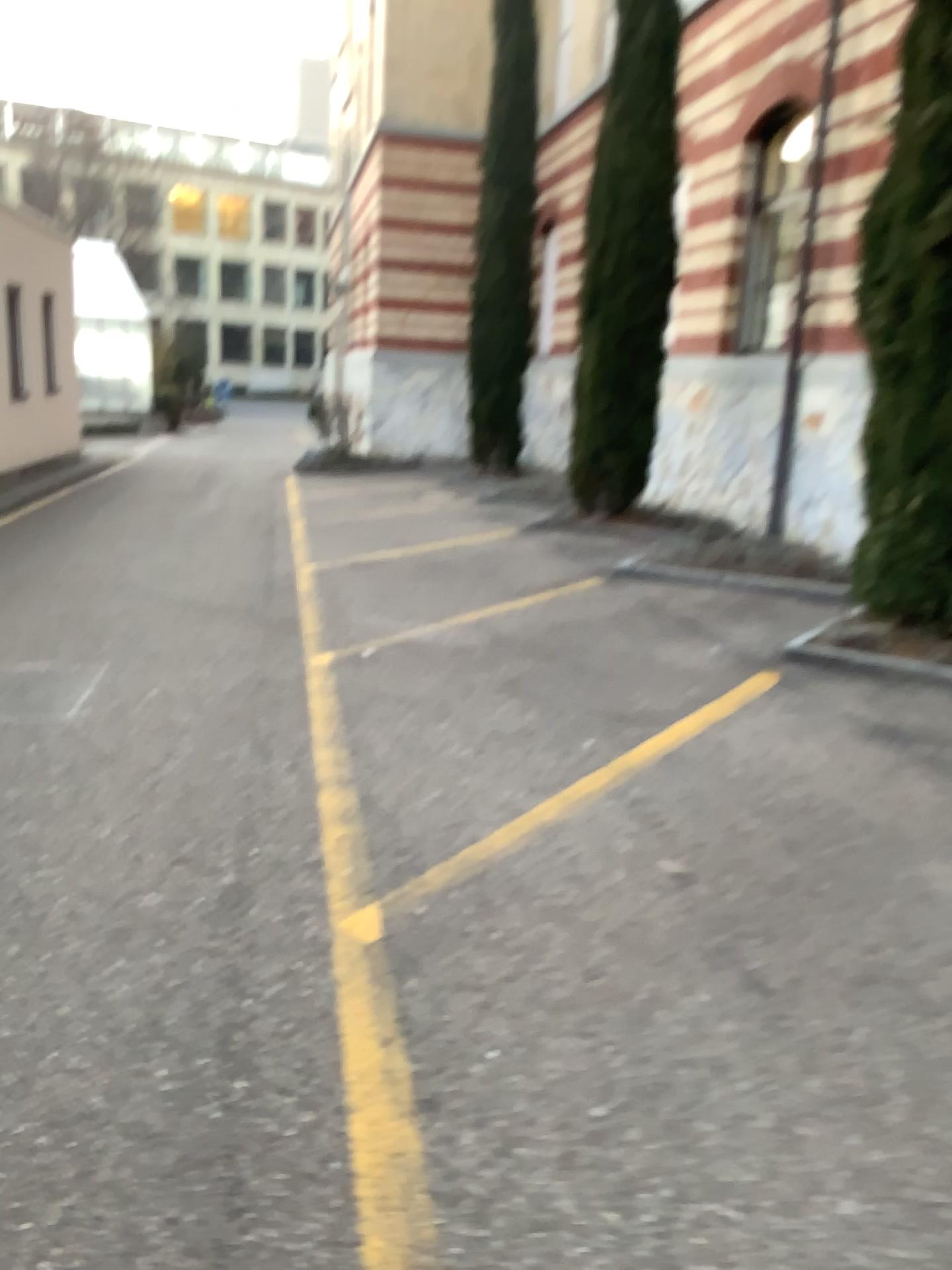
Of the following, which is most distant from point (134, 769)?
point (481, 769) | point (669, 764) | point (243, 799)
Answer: point (669, 764)
